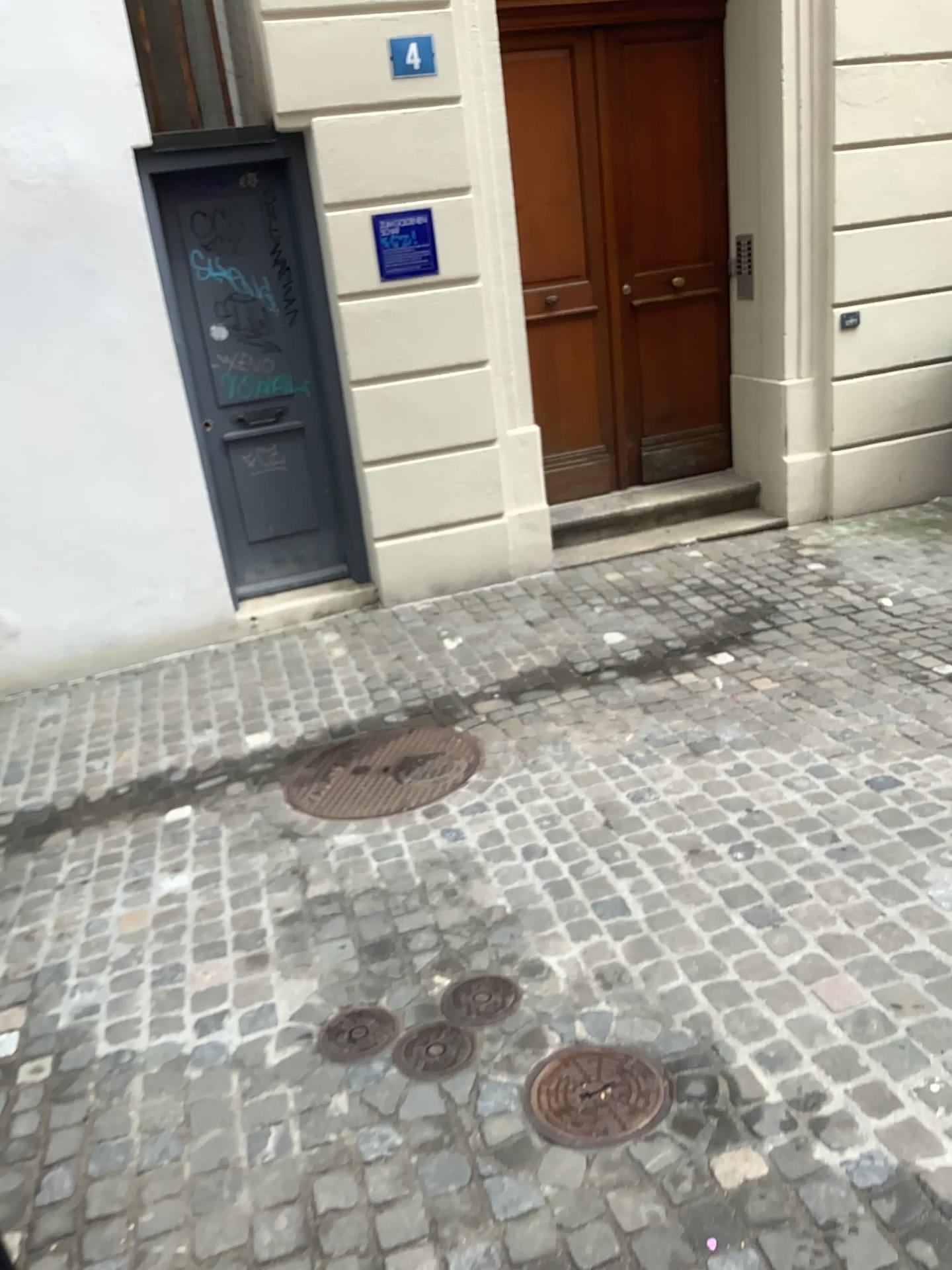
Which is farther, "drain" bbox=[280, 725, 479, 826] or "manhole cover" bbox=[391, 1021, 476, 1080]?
"drain" bbox=[280, 725, 479, 826]

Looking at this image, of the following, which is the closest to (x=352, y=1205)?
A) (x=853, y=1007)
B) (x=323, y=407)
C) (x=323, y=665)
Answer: (x=853, y=1007)

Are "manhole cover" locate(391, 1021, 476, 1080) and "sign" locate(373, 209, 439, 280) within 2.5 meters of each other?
no

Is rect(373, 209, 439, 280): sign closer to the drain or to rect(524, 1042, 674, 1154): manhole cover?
the drain

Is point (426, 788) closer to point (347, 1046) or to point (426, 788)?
point (426, 788)

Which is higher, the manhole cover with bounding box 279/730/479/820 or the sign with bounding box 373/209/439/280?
the sign with bounding box 373/209/439/280

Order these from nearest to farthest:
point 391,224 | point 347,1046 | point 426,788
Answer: point 347,1046, point 426,788, point 391,224

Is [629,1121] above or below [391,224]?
below

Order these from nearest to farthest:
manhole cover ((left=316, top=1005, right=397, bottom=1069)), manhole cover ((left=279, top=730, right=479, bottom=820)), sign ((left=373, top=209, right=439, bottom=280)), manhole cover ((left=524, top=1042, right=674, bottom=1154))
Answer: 1. manhole cover ((left=524, top=1042, right=674, bottom=1154))
2. manhole cover ((left=316, top=1005, right=397, bottom=1069))
3. manhole cover ((left=279, top=730, right=479, bottom=820))
4. sign ((left=373, top=209, right=439, bottom=280))

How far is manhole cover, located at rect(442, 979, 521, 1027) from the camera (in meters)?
2.42
